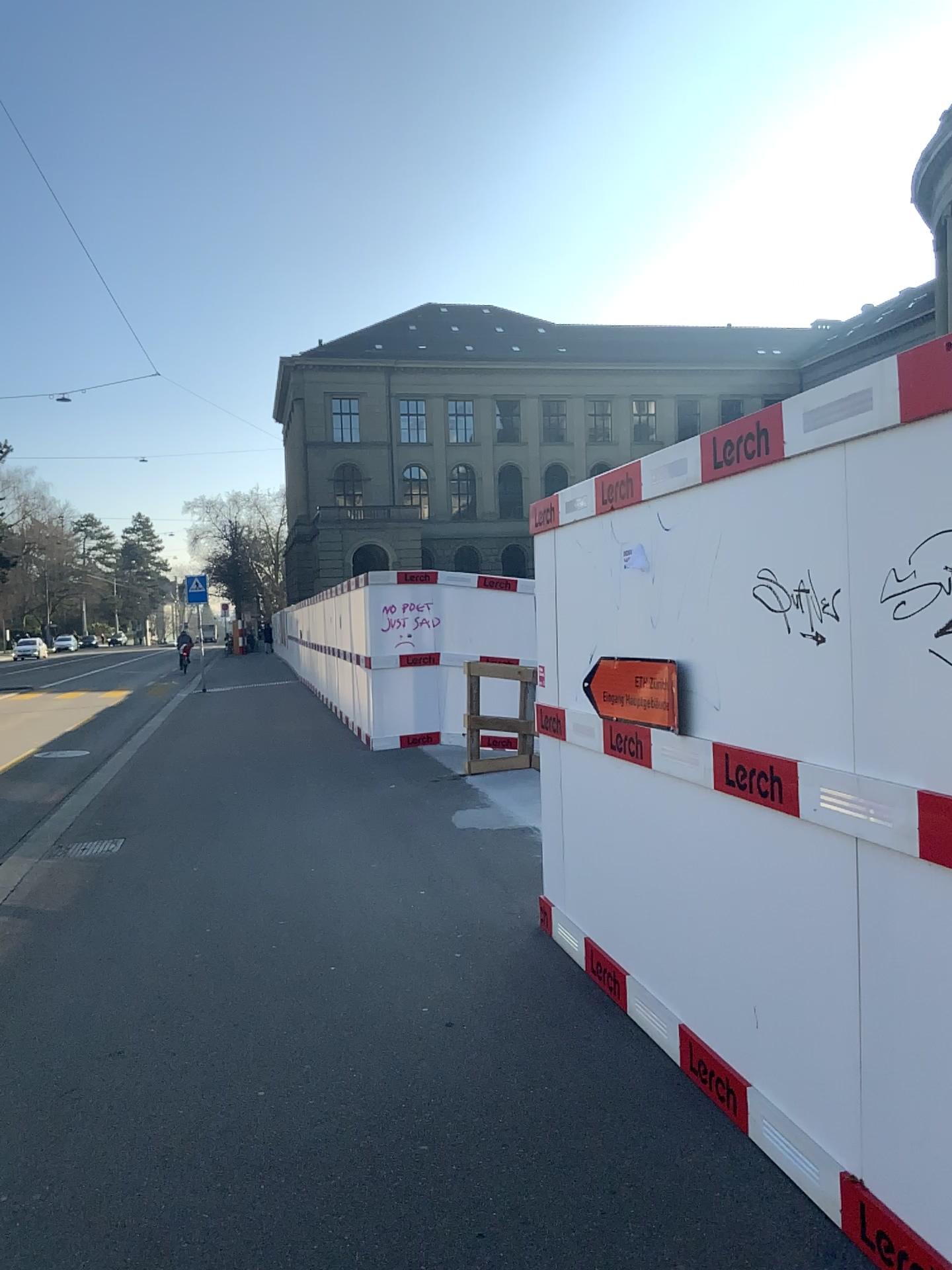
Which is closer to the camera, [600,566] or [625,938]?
[625,938]
